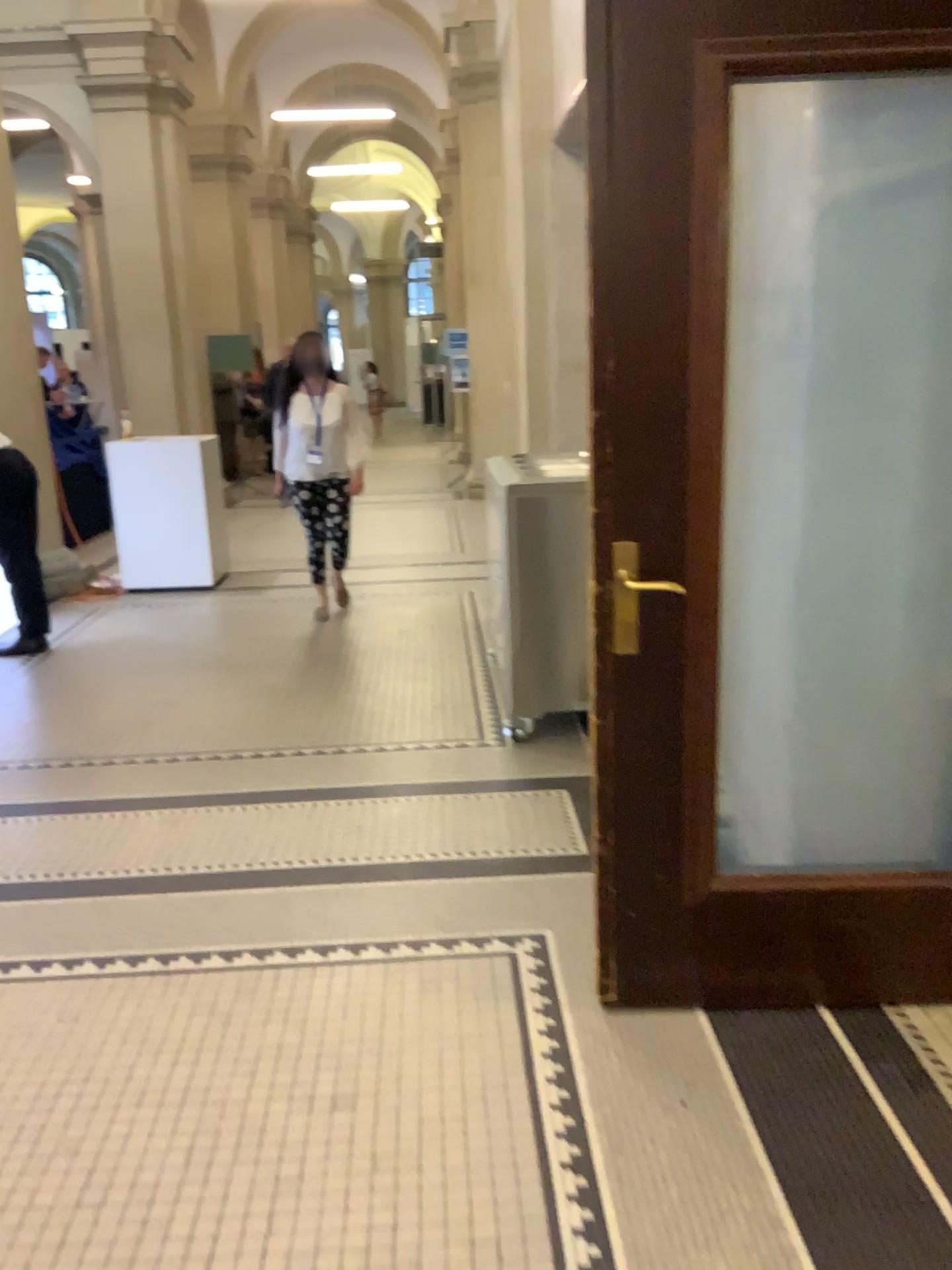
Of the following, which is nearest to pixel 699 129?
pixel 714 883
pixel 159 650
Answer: pixel 714 883
